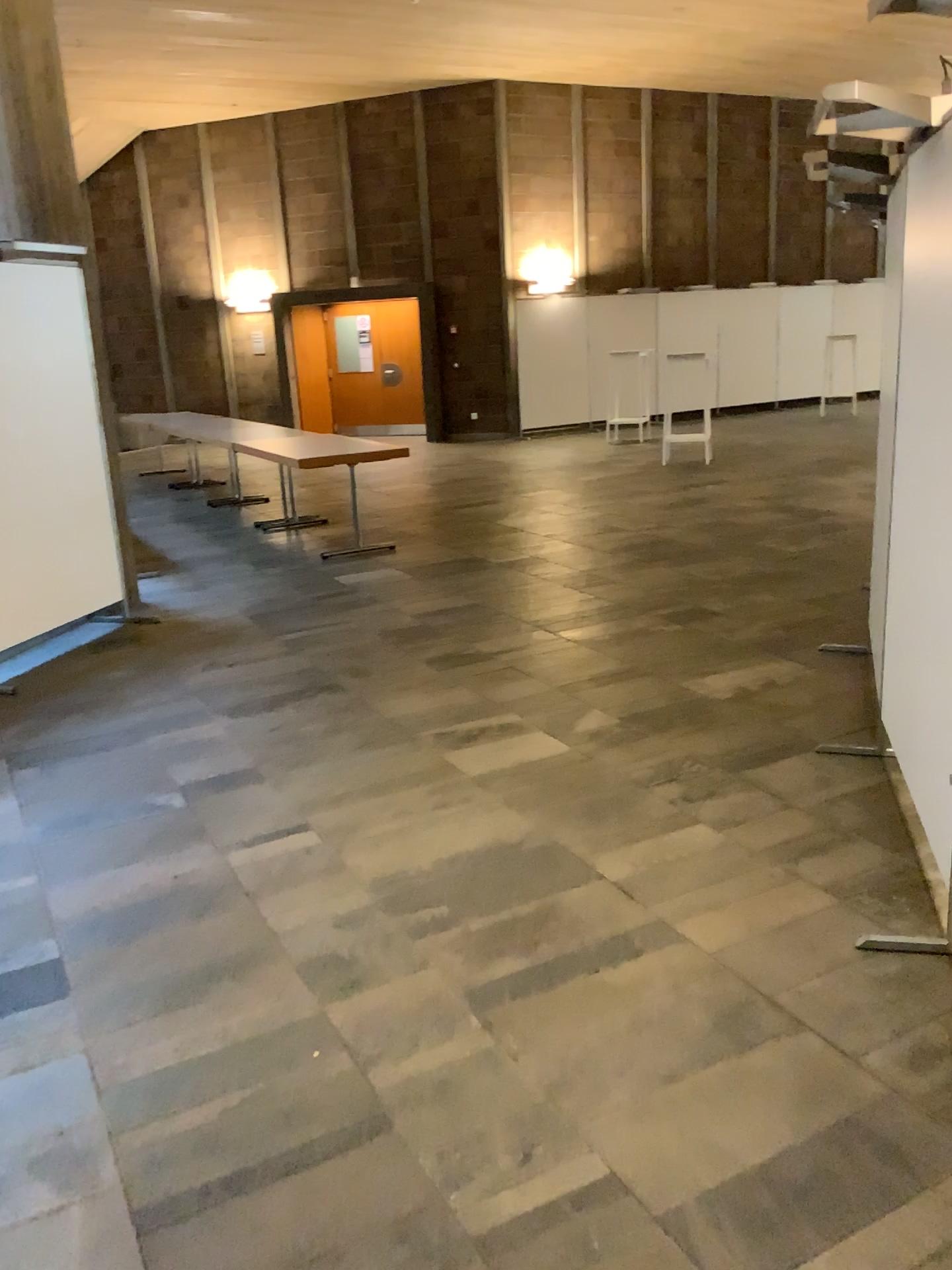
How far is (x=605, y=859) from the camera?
3.1 meters
